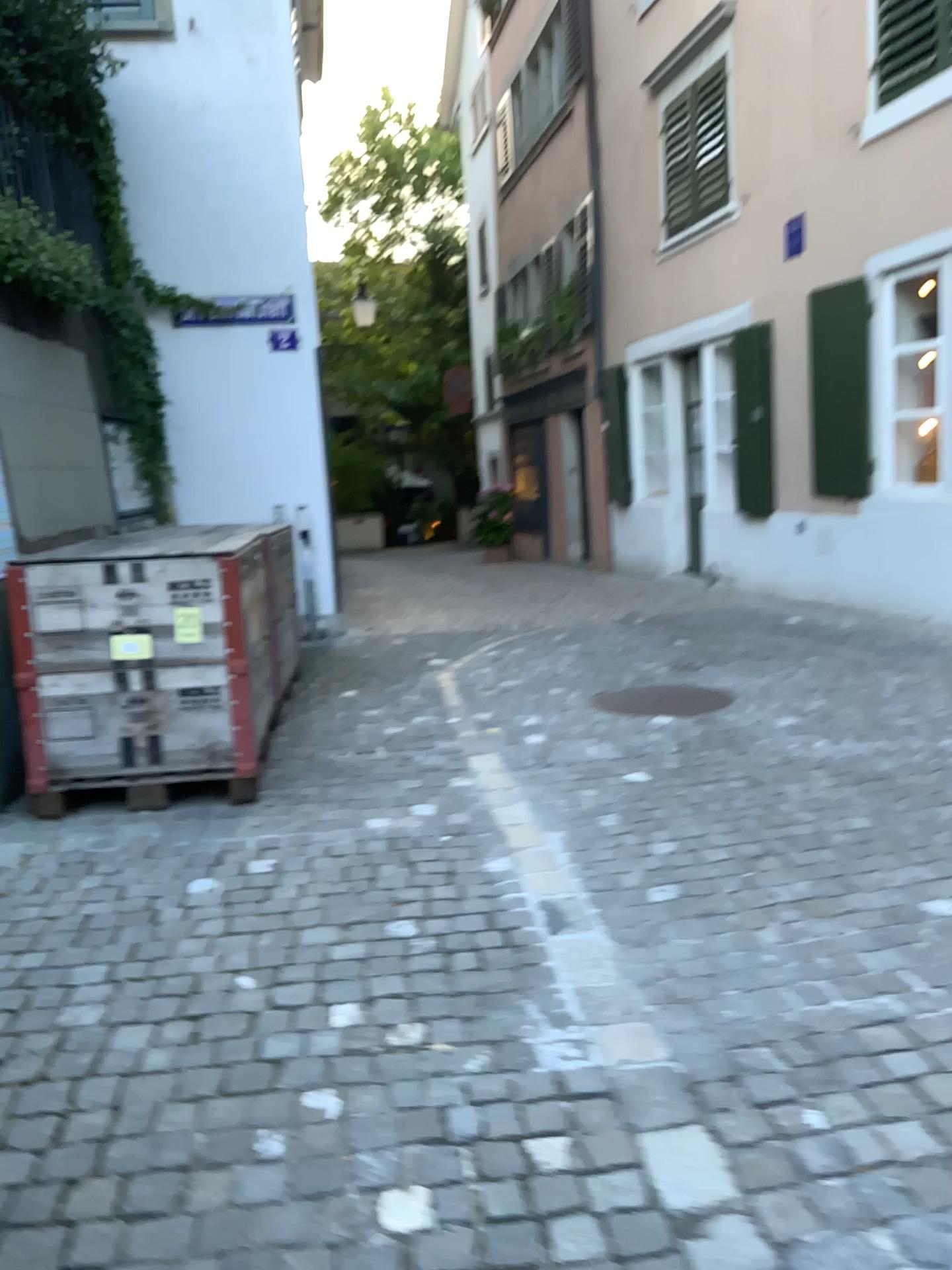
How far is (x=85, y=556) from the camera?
3.8m

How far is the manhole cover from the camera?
4.9m

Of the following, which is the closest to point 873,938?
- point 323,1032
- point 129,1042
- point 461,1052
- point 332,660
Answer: point 461,1052

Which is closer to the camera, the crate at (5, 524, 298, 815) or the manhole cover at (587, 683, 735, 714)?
the crate at (5, 524, 298, 815)

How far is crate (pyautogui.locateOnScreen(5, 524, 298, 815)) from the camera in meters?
3.8 m

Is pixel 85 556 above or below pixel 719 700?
above

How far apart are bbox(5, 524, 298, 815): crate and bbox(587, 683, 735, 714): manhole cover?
1.8m

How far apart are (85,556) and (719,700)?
2.8 meters
